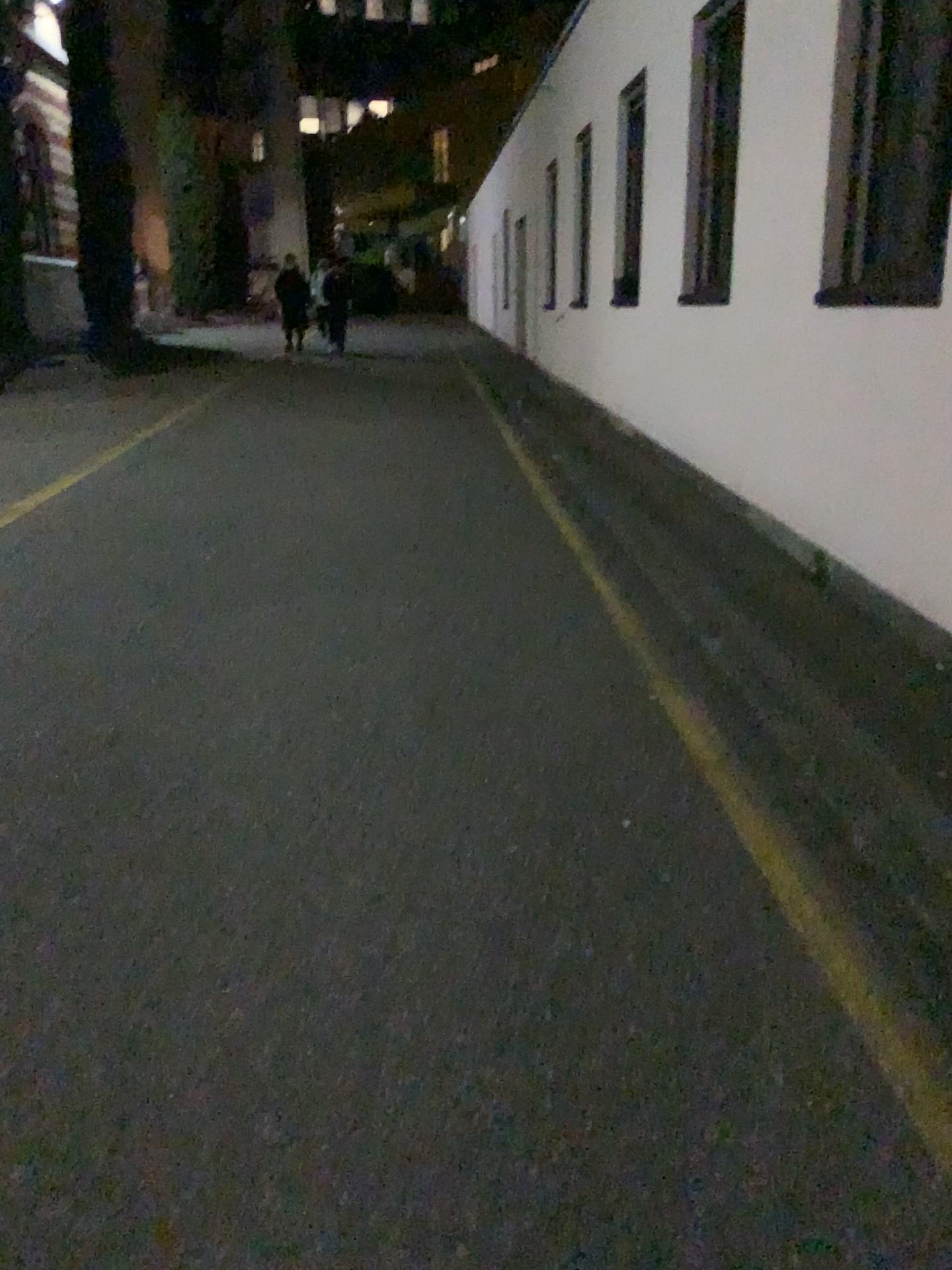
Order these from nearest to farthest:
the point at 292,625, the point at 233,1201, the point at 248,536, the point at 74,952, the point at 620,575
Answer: the point at 233,1201, the point at 74,952, the point at 292,625, the point at 620,575, the point at 248,536
